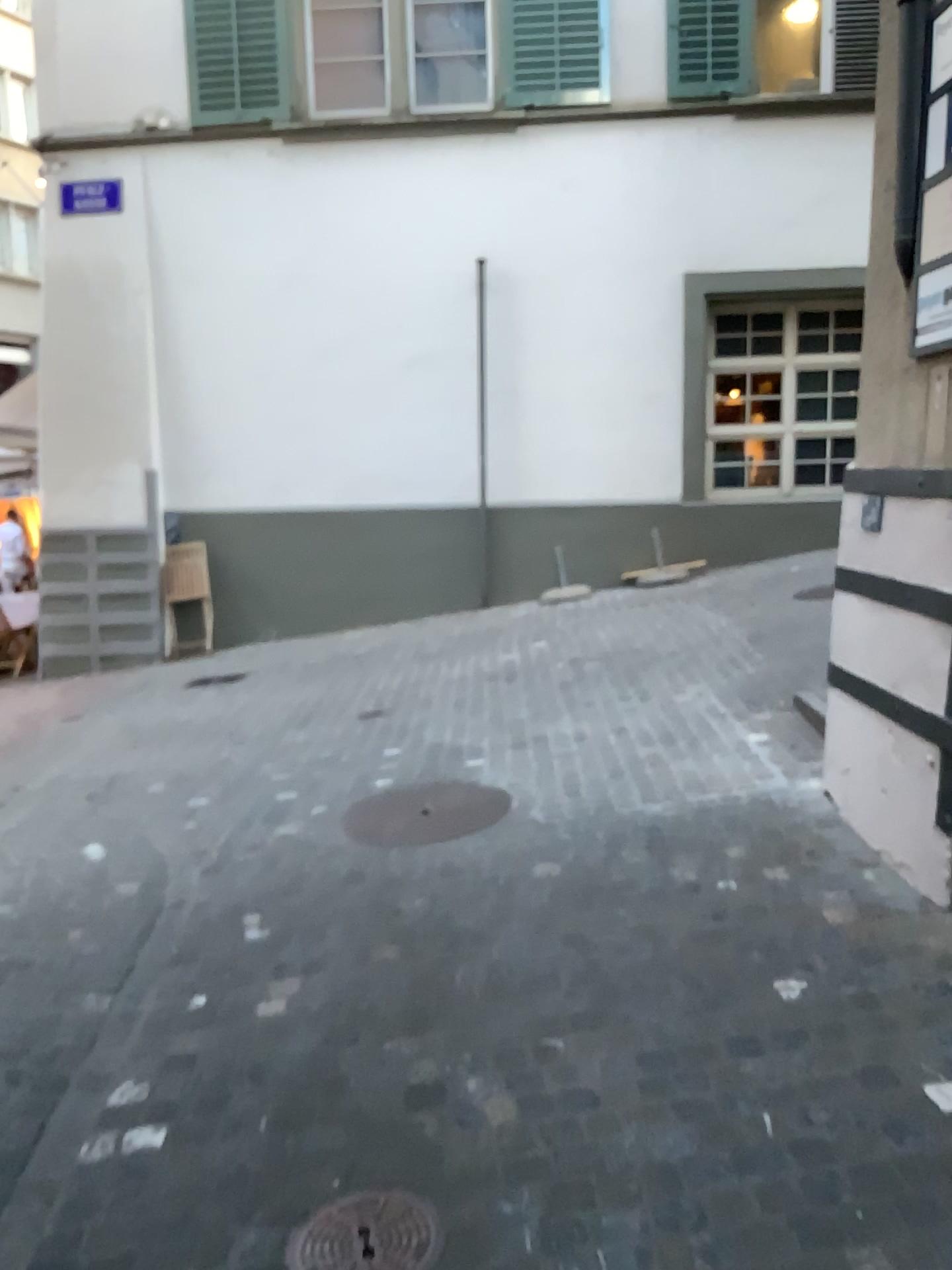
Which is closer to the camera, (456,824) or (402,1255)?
(402,1255)

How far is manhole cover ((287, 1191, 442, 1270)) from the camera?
2.0m

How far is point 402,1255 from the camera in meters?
2.0 m

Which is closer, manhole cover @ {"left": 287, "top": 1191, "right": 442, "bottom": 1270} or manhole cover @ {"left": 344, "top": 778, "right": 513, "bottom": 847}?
Answer: manhole cover @ {"left": 287, "top": 1191, "right": 442, "bottom": 1270}

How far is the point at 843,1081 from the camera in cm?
233
